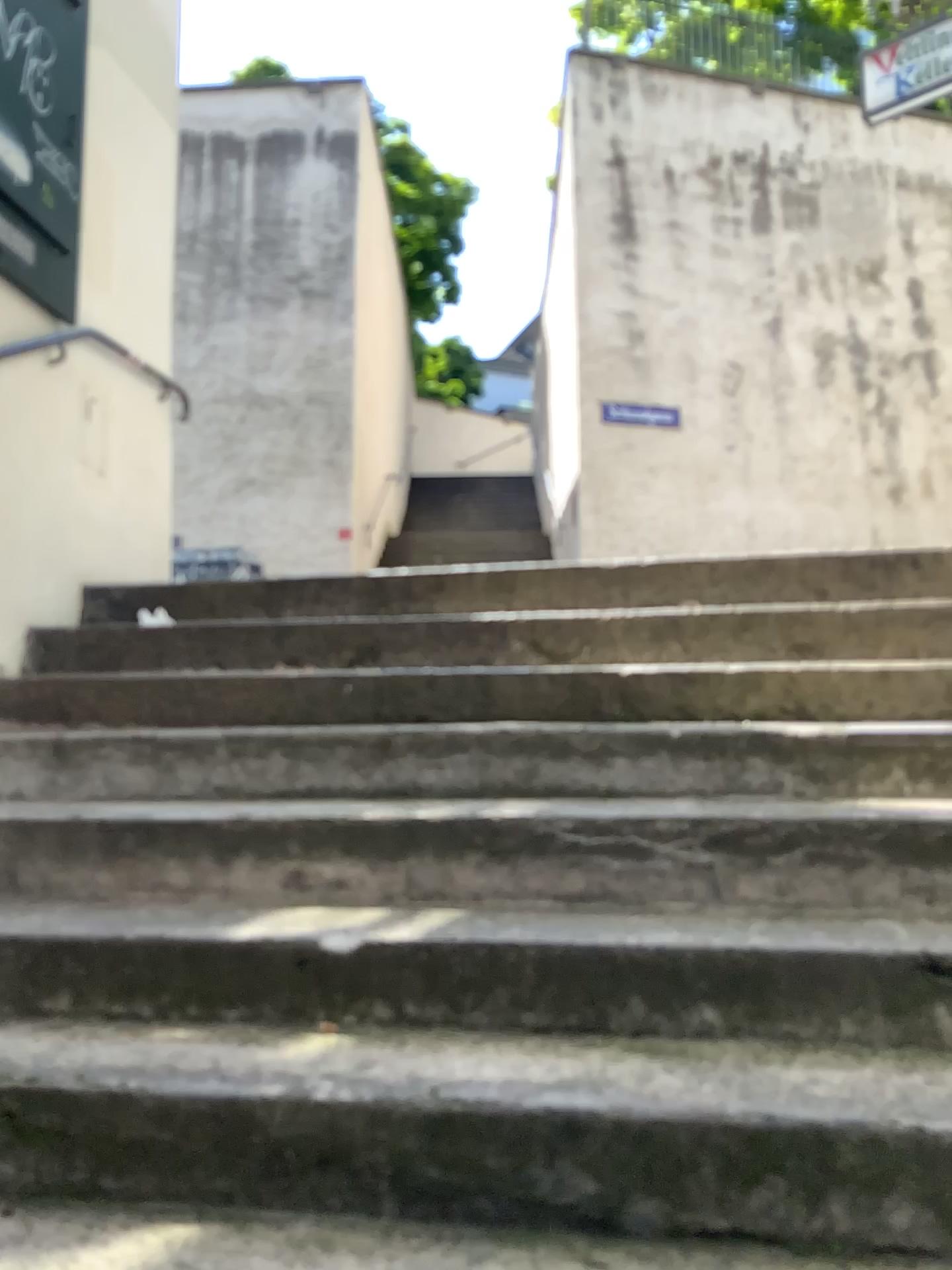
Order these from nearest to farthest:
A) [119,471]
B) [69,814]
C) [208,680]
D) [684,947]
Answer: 1. [684,947]
2. [69,814]
3. [208,680]
4. [119,471]
